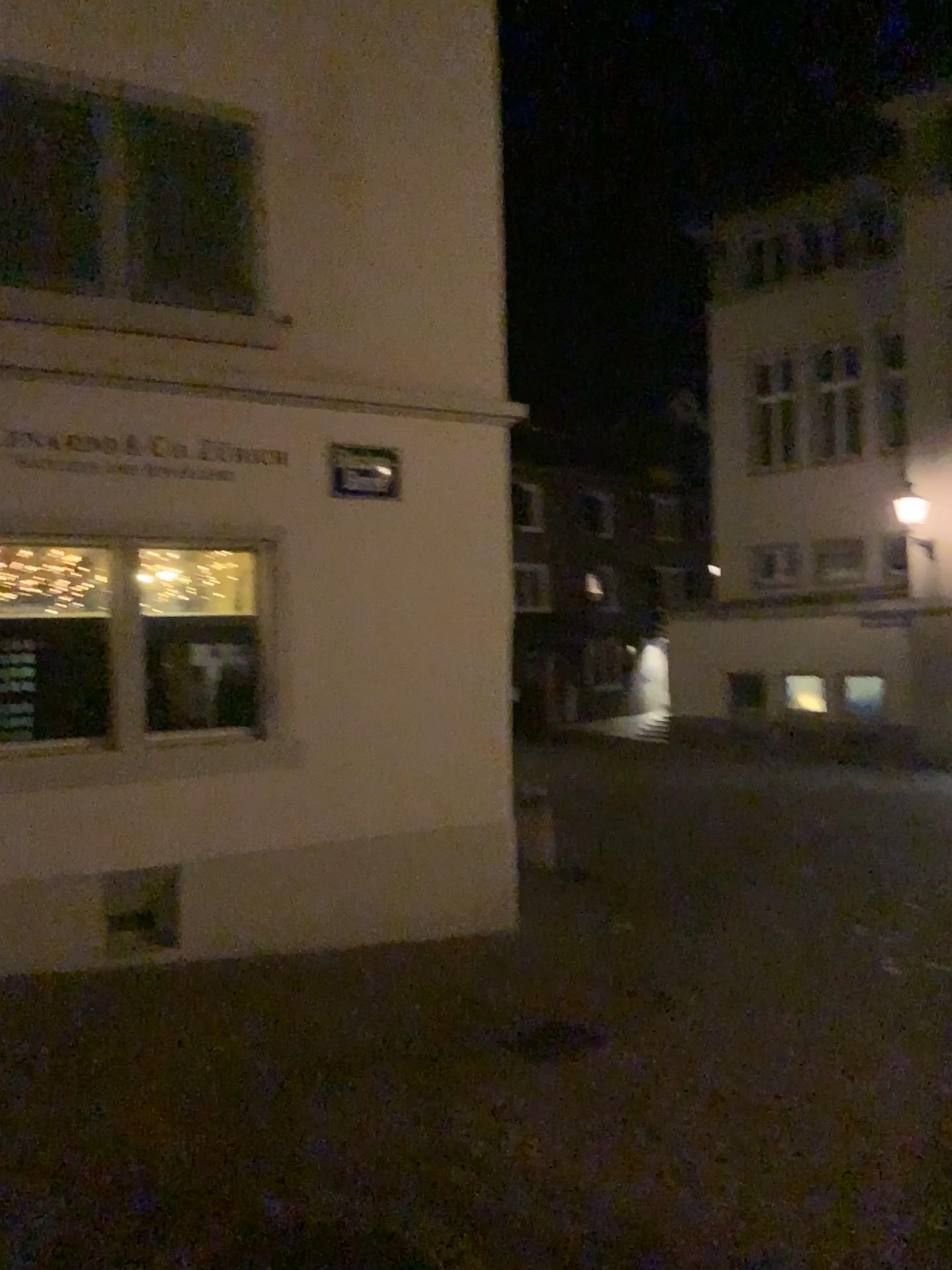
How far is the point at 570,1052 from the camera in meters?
5.0 m

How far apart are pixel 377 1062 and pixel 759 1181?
1.75m

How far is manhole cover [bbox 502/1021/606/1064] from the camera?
5.0 meters
